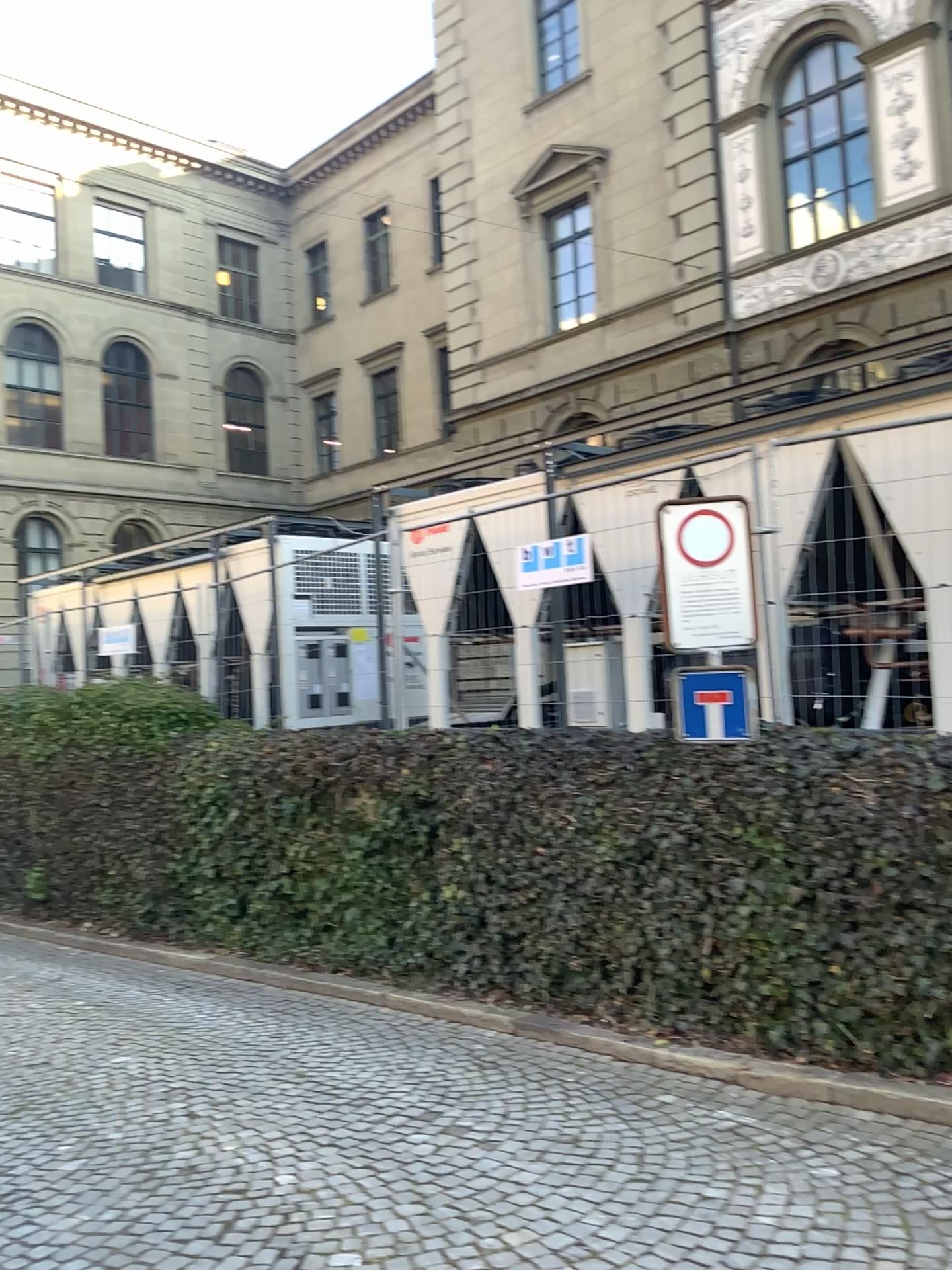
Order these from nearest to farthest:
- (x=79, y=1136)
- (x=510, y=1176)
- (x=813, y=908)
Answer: (x=510, y=1176) → (x=79, y=1136) → (x=813, y=908)
